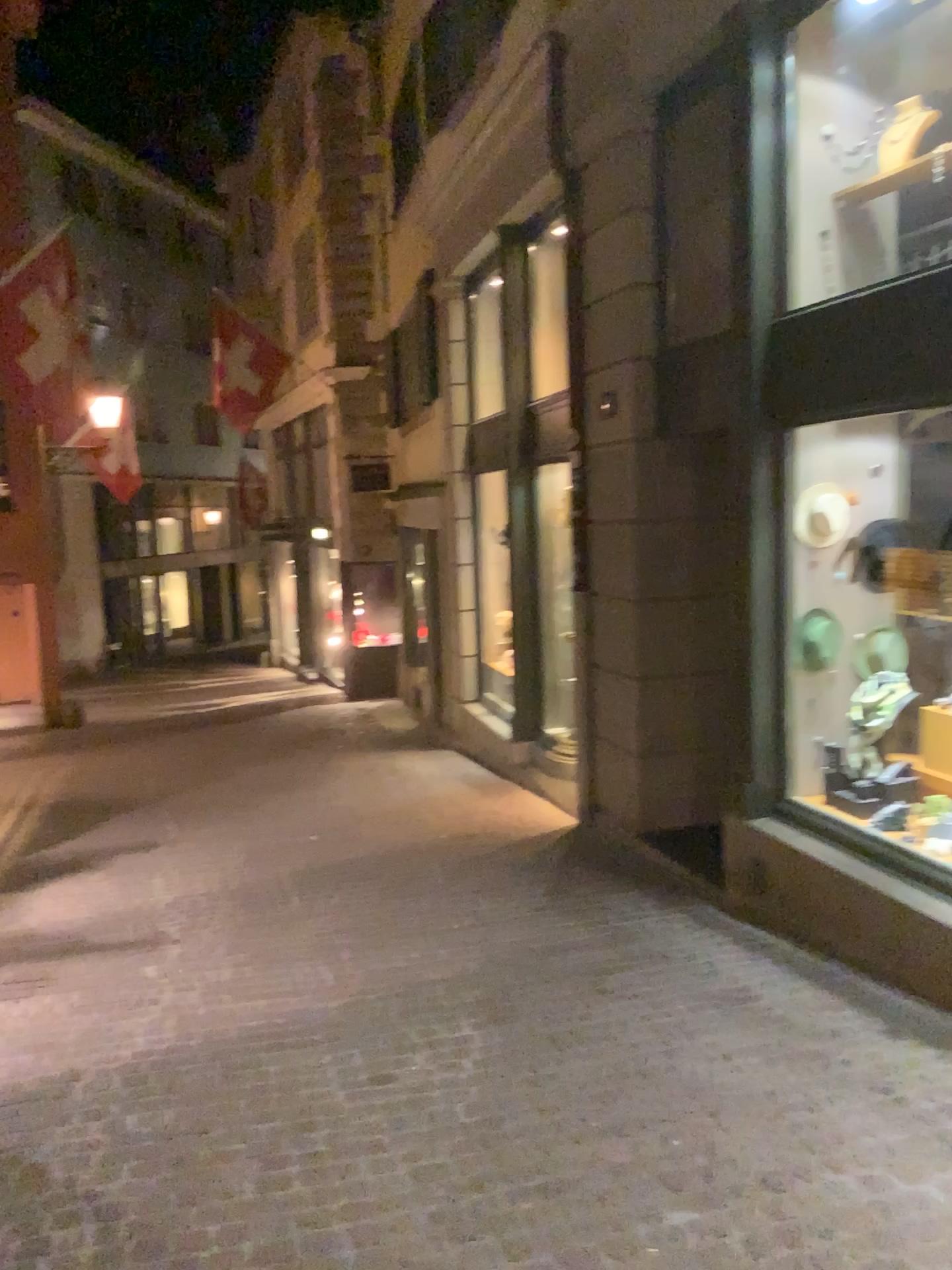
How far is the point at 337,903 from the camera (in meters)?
5.47
